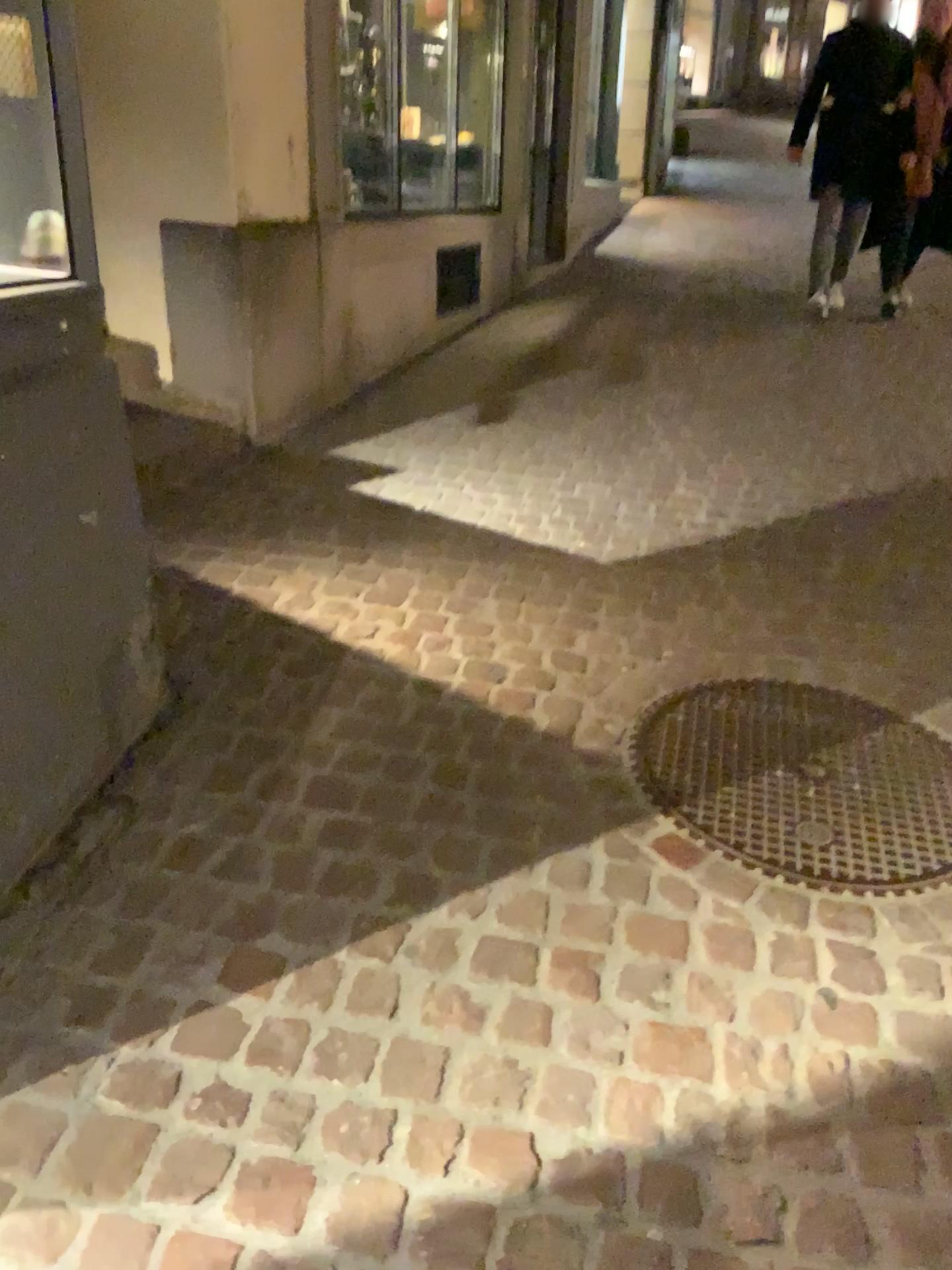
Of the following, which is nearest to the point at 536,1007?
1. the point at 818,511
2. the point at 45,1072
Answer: the point at 45,1072
